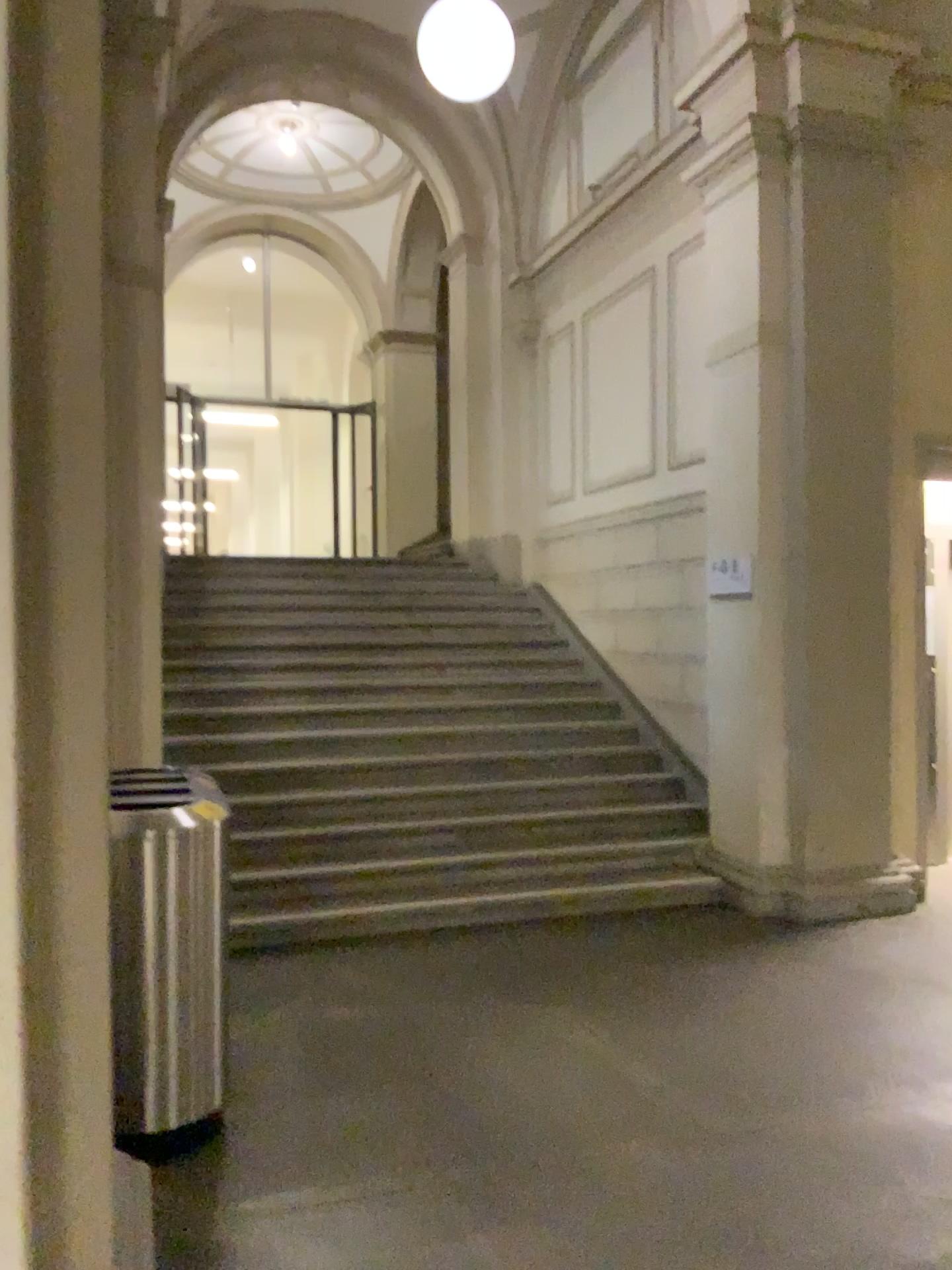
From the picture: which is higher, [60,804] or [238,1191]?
[60,804]

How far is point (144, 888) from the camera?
3.1m

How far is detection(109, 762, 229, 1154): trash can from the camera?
3.1m
